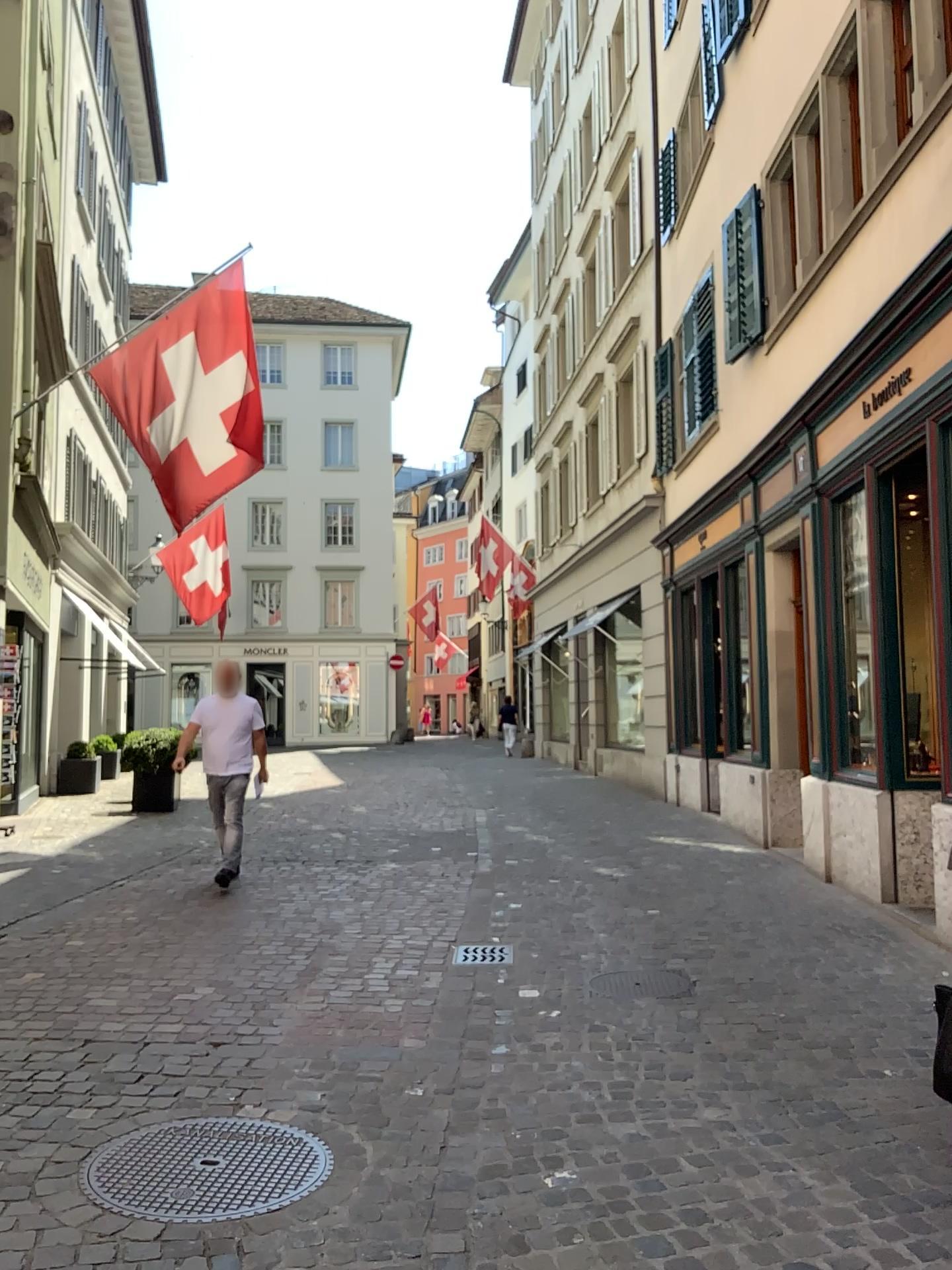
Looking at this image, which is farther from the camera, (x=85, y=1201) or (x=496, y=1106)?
(x=496, y=1106)
